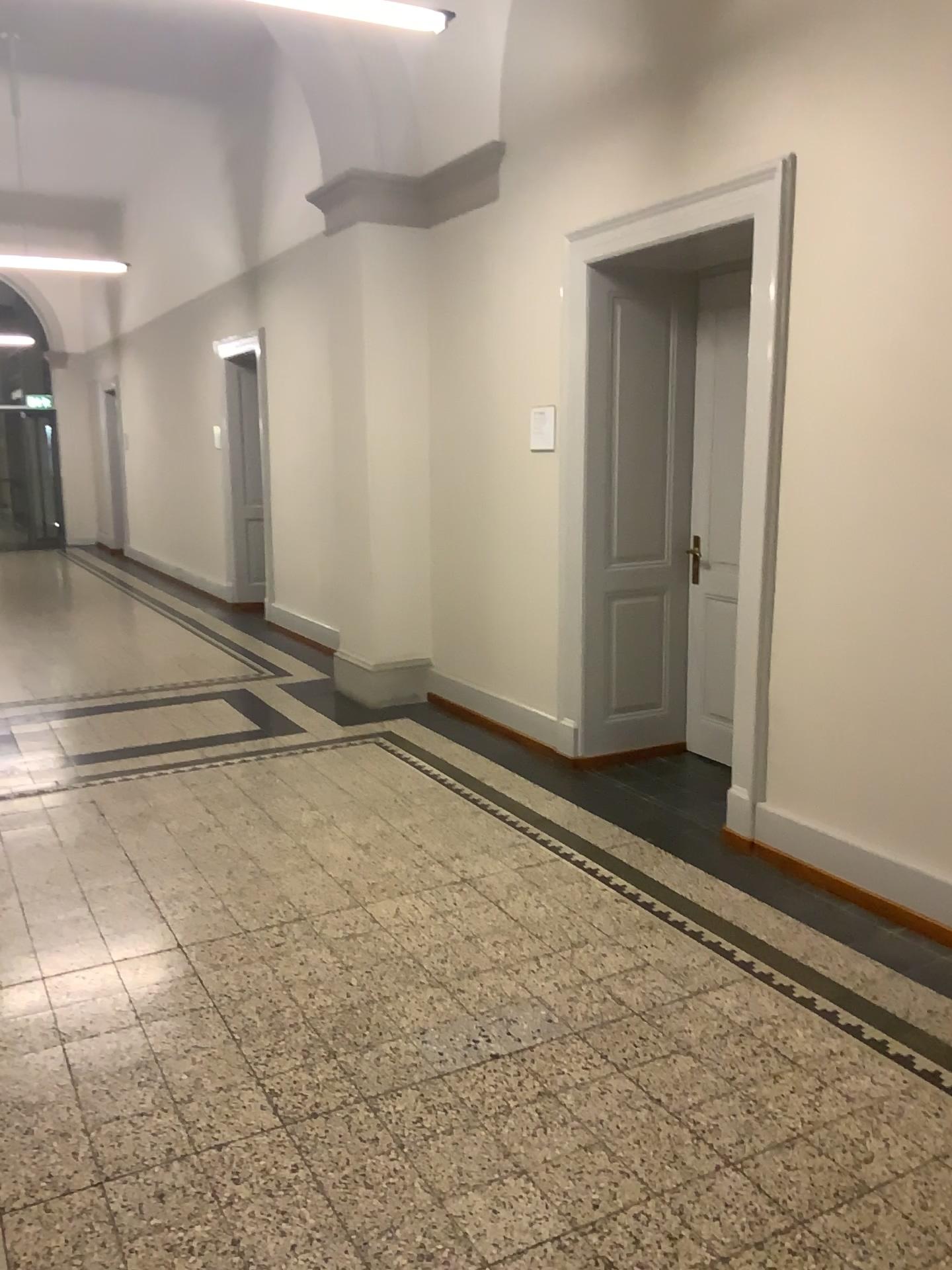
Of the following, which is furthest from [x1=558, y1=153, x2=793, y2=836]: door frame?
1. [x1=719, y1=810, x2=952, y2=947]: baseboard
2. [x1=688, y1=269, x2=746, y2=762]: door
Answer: [x1=688, y1=269, x2=746, y2=762]: door

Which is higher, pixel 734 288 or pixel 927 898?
pixel 734 288

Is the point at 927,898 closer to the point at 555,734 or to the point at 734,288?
the point at 555,734

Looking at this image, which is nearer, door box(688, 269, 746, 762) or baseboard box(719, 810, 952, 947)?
baseboard box(719, 810, 952, 947)

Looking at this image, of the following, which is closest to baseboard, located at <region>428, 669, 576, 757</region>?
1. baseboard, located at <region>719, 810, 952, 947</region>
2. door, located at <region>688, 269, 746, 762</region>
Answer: door, located at <region>688, 269, 746, 762</region>

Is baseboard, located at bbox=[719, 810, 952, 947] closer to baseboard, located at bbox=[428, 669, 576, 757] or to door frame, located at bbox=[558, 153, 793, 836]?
door frame, located at bbox=[558, 153, 793, 836]

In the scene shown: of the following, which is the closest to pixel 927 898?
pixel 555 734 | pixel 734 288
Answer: pixel 555 734

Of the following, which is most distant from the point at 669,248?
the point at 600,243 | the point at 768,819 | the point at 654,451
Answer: the point at 768,819

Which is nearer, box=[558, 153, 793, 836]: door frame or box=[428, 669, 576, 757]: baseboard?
box=[558, 153, 793, 836]: door frame
